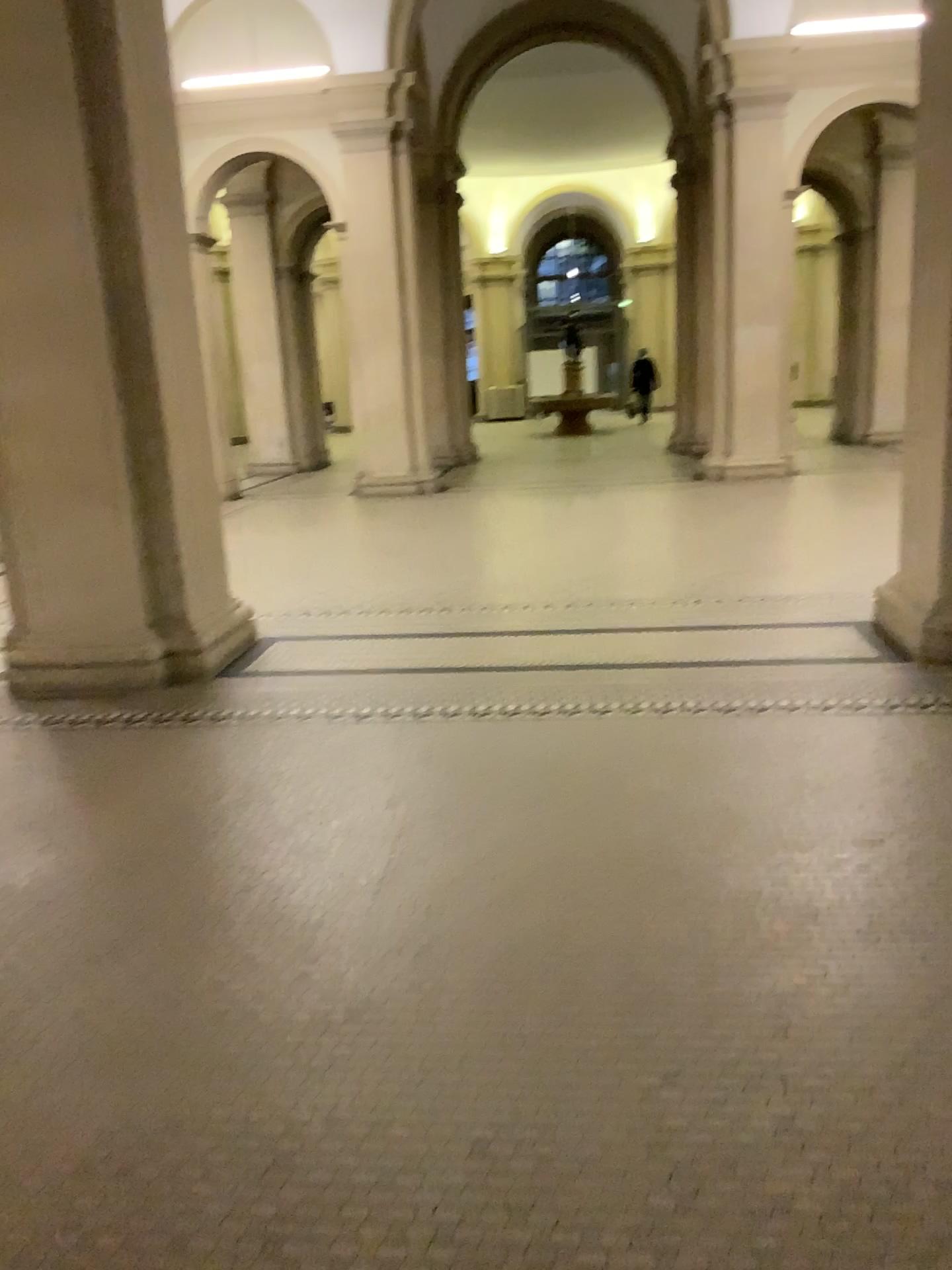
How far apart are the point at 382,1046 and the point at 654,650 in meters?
3.2 m
